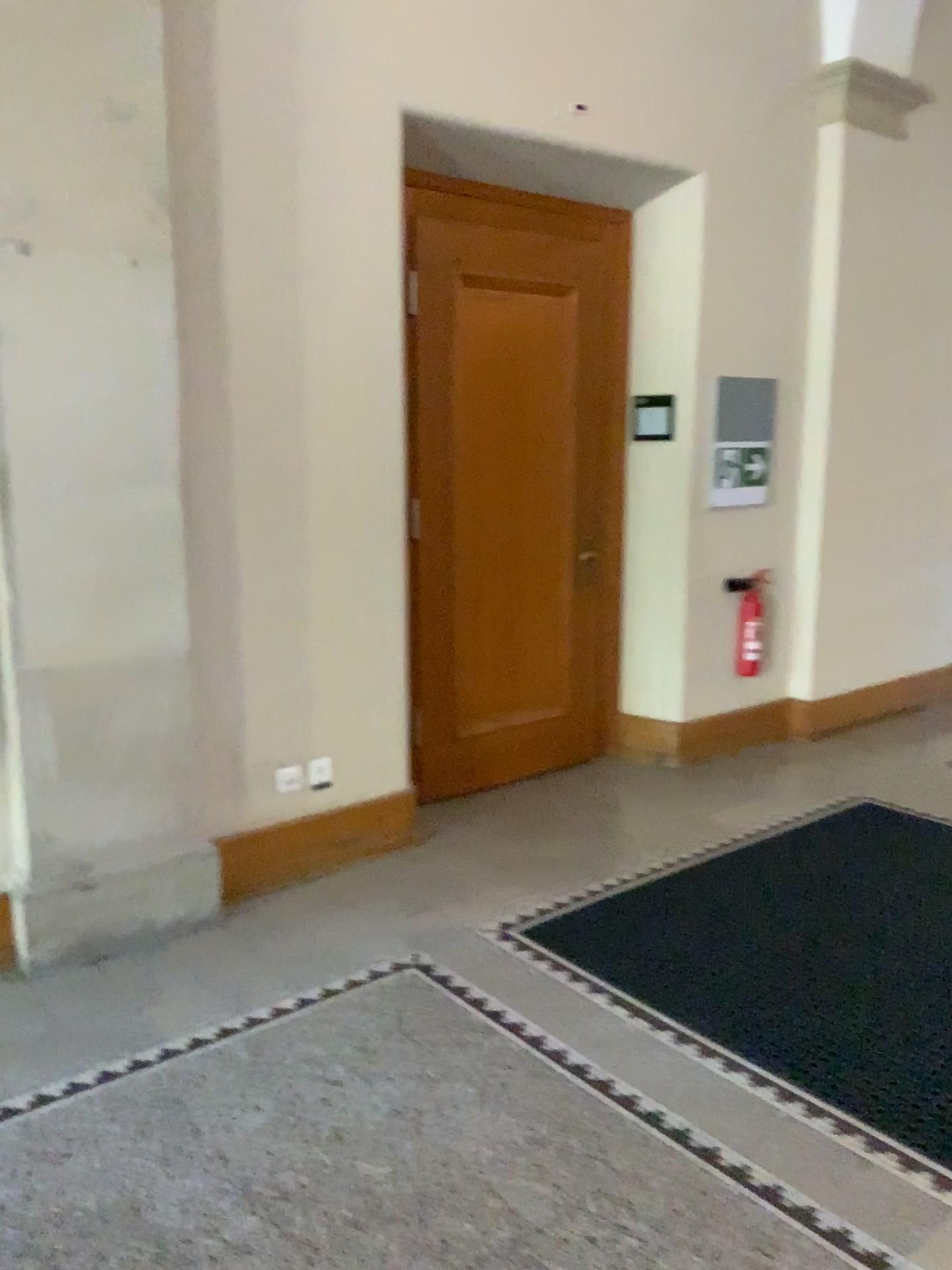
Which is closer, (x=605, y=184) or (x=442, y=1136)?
(x=442, y=1136)

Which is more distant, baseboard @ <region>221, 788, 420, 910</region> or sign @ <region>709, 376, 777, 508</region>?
sign @ <region>709, 376, 777, 508</region>

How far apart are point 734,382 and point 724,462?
0.37m

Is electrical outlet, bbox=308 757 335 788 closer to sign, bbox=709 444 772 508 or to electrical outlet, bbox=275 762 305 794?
electrical outlet, bbox=275 762 305 794

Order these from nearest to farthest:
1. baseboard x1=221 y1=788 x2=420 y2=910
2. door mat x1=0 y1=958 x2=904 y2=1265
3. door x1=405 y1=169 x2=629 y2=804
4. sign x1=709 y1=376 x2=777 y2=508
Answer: door mat x1=0 y1=958 x2=904 y2=1265, baseboard x1=221 y1=788 x2=420 y2=910, door x1=405 y1=169 x2=629 y2=804, sign x1=709 y1=376 x2=777 y2=508

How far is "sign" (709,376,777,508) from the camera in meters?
4.9 m

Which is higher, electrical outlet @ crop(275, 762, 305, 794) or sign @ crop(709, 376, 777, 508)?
sign @ crop(709, 376, 777, 508)

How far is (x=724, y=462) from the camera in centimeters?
495cm

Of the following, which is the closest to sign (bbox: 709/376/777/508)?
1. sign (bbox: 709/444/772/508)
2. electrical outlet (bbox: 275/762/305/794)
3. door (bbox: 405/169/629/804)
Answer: sign (bbox: 709/444/772/508)

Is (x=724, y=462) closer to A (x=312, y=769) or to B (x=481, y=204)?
B (x=481, y=204)
